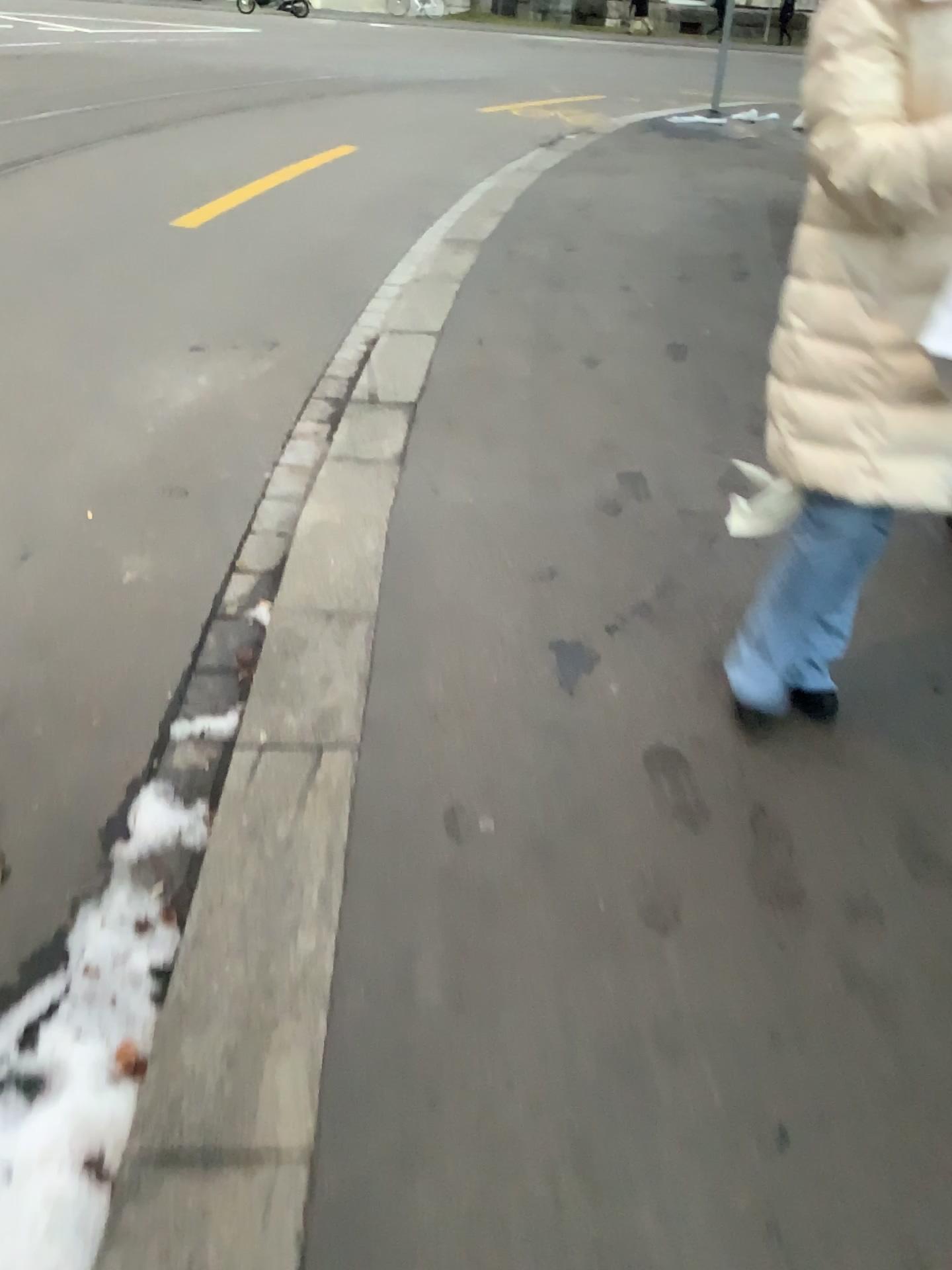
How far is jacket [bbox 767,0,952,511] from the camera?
1.4 meters

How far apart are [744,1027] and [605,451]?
2.1 meters

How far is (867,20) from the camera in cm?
144
